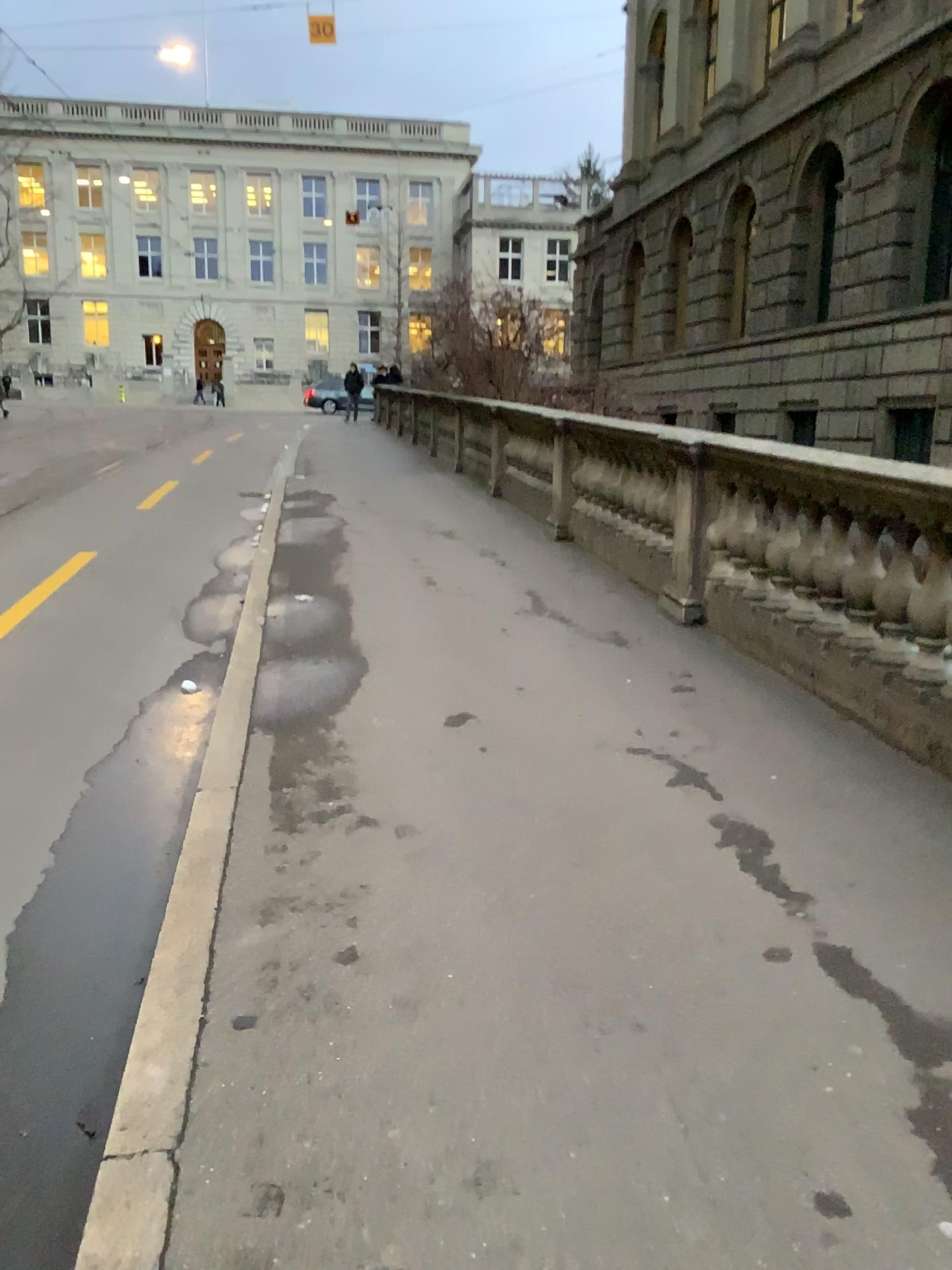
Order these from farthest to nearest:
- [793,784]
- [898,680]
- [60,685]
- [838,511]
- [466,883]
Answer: [60,685]
[838,511]
[898,680]
[793,784]
[466,883]
